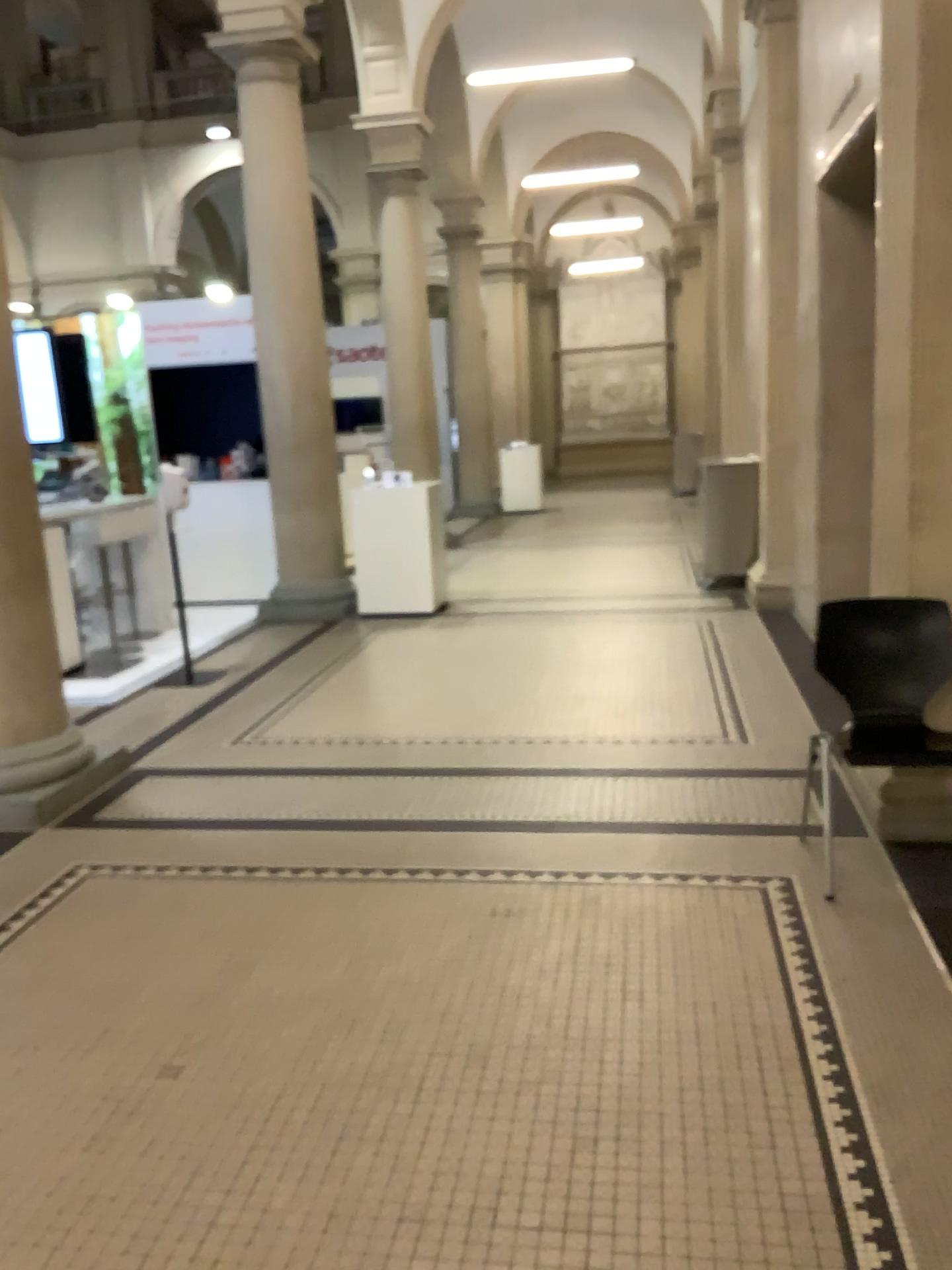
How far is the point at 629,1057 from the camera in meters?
2.5
